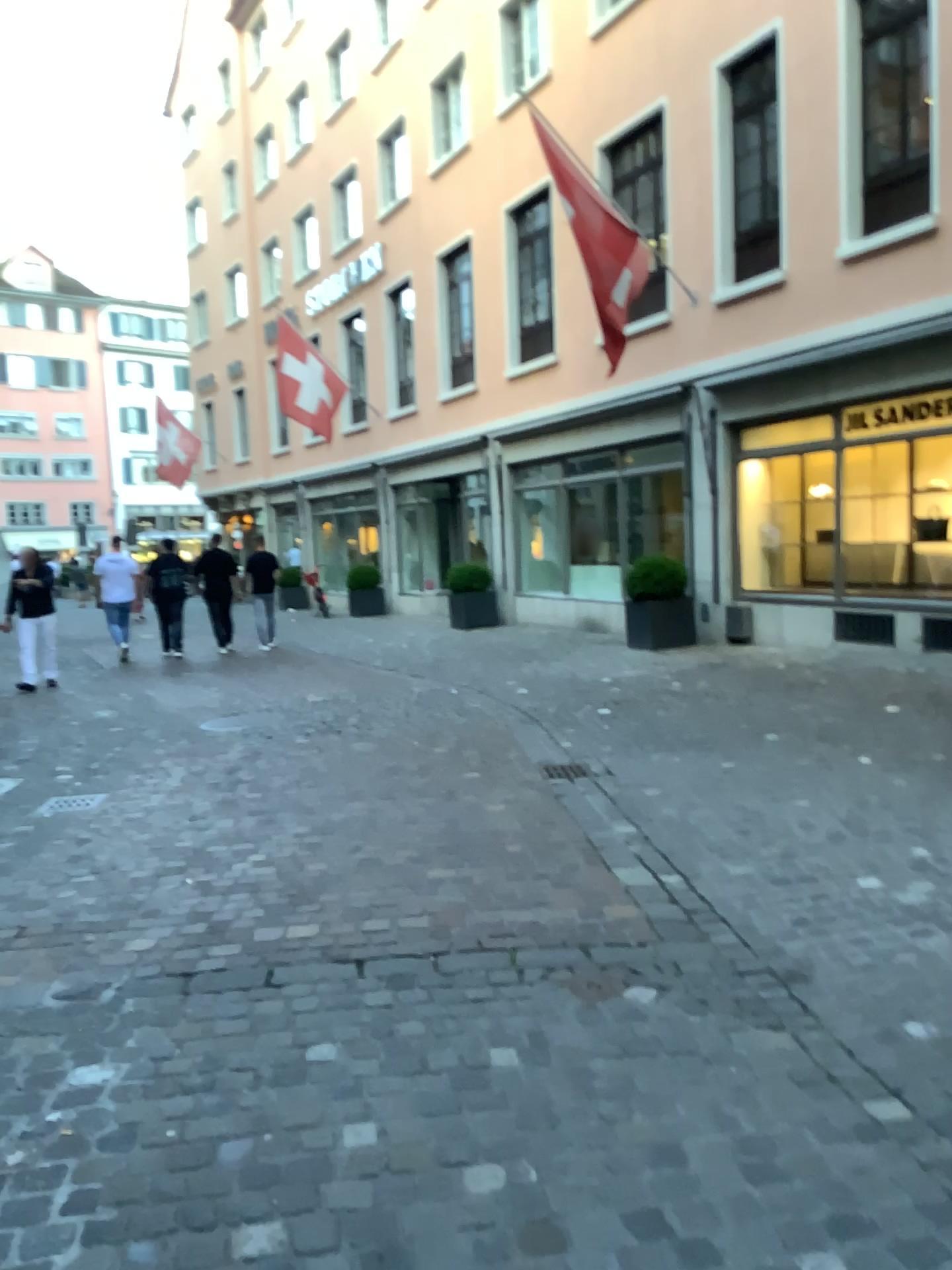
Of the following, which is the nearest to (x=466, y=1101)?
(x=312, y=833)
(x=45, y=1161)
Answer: (x=45, y=1161)
